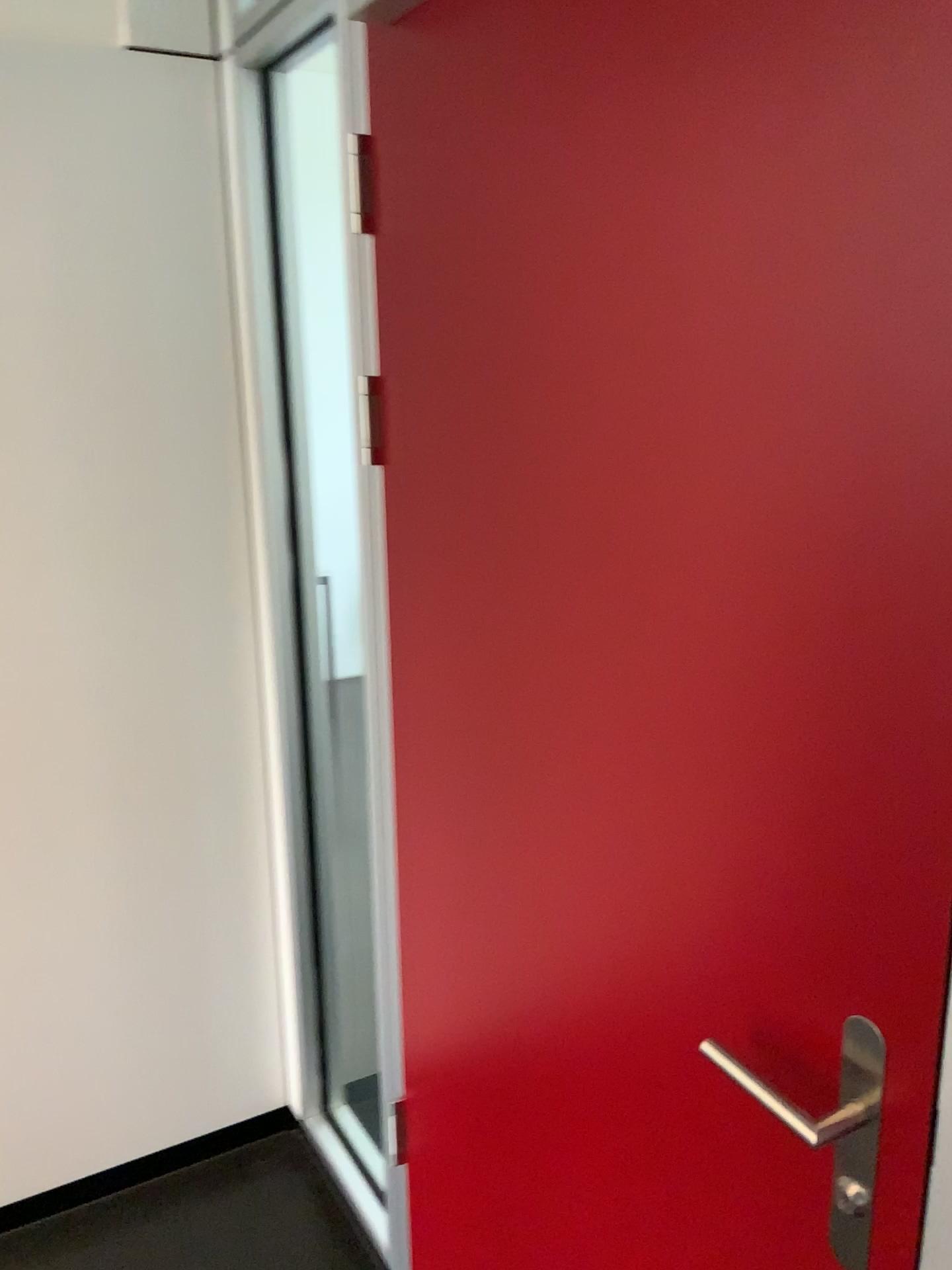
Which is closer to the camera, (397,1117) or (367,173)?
(367,173)

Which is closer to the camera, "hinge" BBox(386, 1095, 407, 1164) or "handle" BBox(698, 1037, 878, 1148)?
"handle" BBox(698, 1037, 878, 1148)

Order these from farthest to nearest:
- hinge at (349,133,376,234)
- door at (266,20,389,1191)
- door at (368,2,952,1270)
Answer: door at (266,20,389,1191), hinge at (349,133,376,234), door at (368,2,952,1270)

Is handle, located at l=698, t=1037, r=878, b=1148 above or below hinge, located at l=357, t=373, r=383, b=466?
below

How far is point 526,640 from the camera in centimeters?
119cm

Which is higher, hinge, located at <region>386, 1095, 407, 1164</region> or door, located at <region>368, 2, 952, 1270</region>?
door, located at <region>368, 2, 952, 1270</region>

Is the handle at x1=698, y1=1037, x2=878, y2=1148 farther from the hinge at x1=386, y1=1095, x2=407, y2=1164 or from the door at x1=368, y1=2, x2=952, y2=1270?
the hinge at x1=386, y1=1095, x2=407, y2=1164

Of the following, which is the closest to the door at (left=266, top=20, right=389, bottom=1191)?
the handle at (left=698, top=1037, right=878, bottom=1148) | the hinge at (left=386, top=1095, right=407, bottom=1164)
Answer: the hinge at (left=386, top=1095, right=407, bottom=1164)

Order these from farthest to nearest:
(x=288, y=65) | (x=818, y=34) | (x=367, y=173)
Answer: (x=288, y=65) → (x=367, y=173) → (x=818, y=34)

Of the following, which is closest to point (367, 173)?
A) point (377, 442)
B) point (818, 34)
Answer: point (377, 442)
